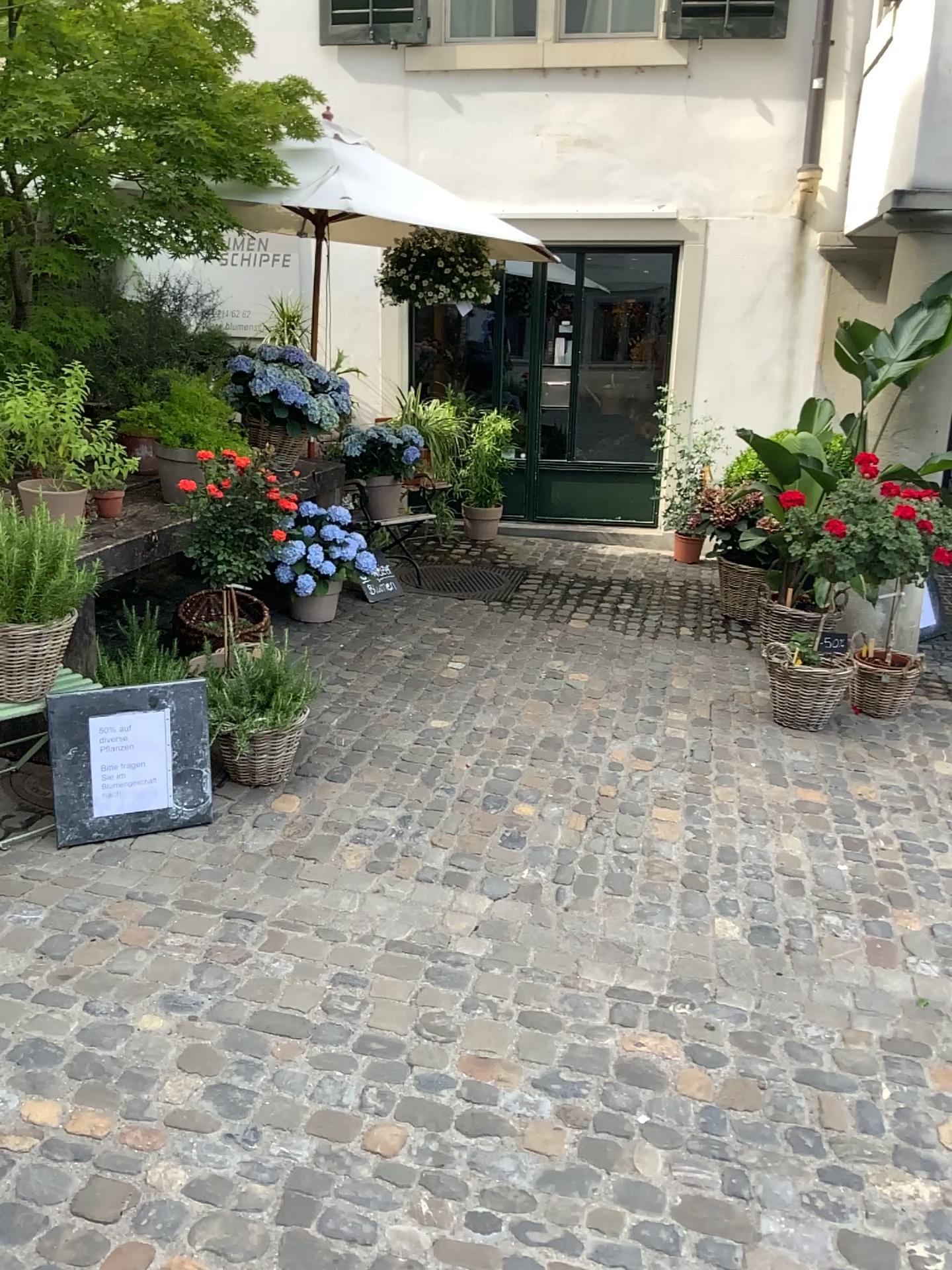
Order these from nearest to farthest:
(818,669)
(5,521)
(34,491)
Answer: (5,521) < (34,491) < (818,669)

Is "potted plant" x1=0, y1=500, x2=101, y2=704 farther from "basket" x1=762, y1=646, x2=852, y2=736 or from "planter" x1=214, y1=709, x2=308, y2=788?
"basket" x1=762, y1=646, x2=852, y2=736

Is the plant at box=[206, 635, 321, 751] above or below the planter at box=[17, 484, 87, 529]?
below

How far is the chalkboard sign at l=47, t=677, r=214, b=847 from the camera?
3.1m

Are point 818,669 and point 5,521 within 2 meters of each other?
no

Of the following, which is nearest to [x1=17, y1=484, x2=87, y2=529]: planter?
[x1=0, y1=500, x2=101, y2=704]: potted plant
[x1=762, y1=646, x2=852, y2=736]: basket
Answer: [x1=0, y1=500, x2=101, y2=704]: potted plant

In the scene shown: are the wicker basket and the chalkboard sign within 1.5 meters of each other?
yes

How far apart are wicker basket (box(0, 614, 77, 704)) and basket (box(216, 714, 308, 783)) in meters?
0.8 m

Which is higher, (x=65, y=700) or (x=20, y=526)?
(x=20, y=526)

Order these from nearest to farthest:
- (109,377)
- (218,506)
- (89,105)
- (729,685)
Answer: (89,105), (218,506), (109,377), (729,685)
